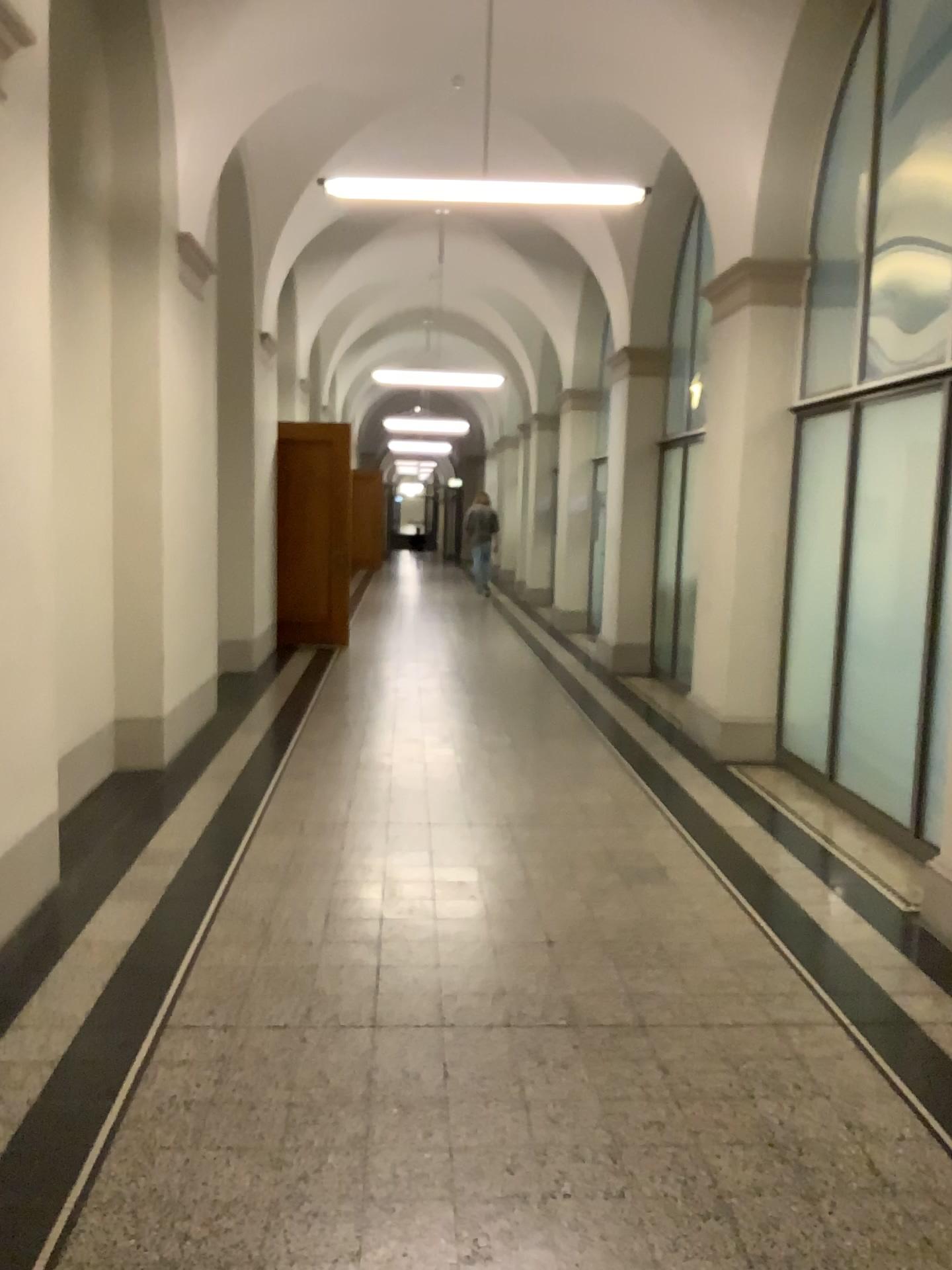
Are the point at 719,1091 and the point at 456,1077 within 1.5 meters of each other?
yes
